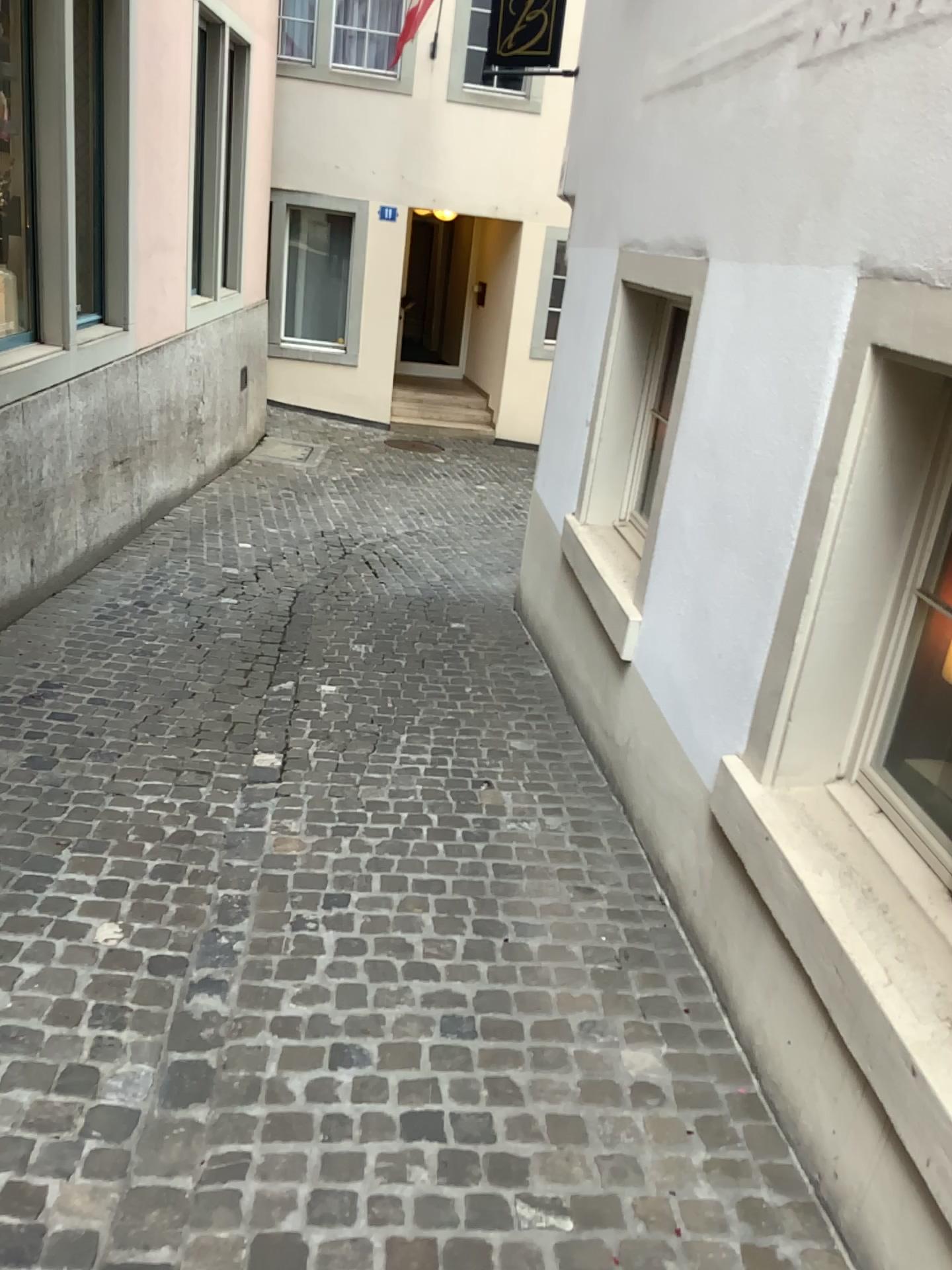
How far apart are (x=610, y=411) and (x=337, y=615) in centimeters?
185cm
